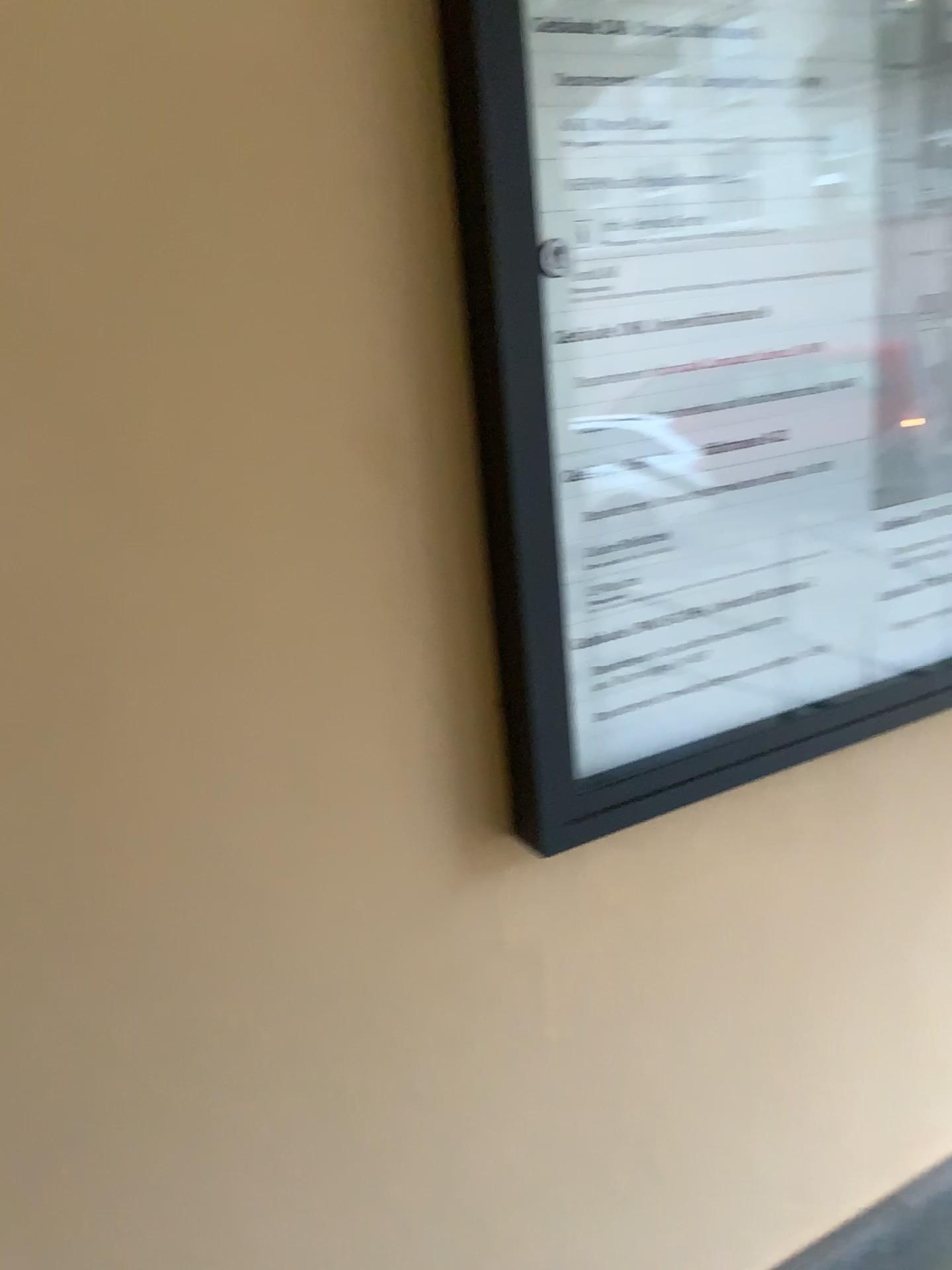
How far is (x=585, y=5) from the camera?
0.9m

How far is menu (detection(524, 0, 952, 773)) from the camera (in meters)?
0.96

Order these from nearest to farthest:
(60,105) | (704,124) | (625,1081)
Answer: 1. (60,105)
2. (704,124)
3. (625,1081)

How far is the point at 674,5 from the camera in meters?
1.0

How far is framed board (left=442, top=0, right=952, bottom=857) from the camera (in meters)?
0.93
